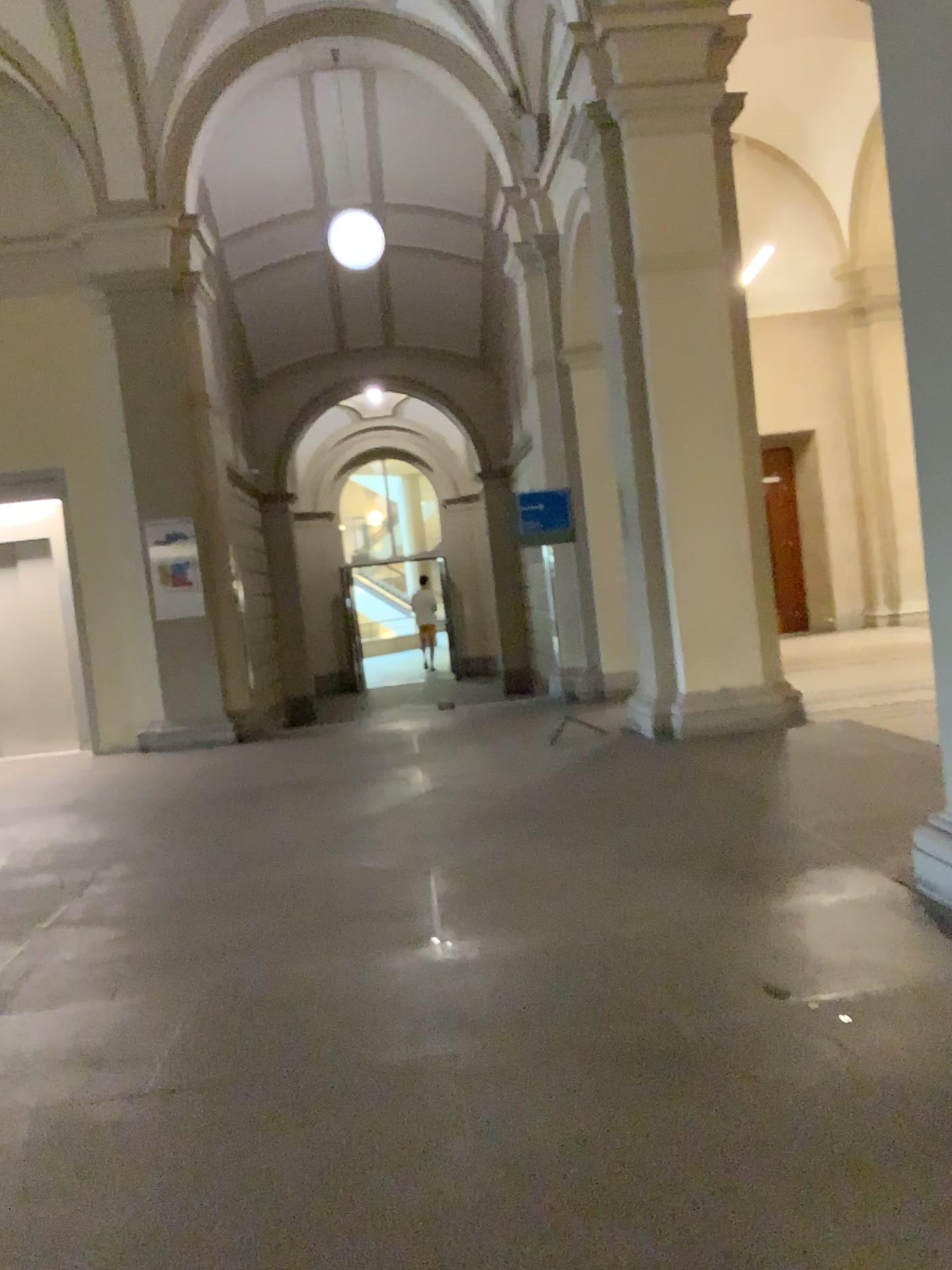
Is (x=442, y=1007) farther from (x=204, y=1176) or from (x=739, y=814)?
(x=739, y=814)
